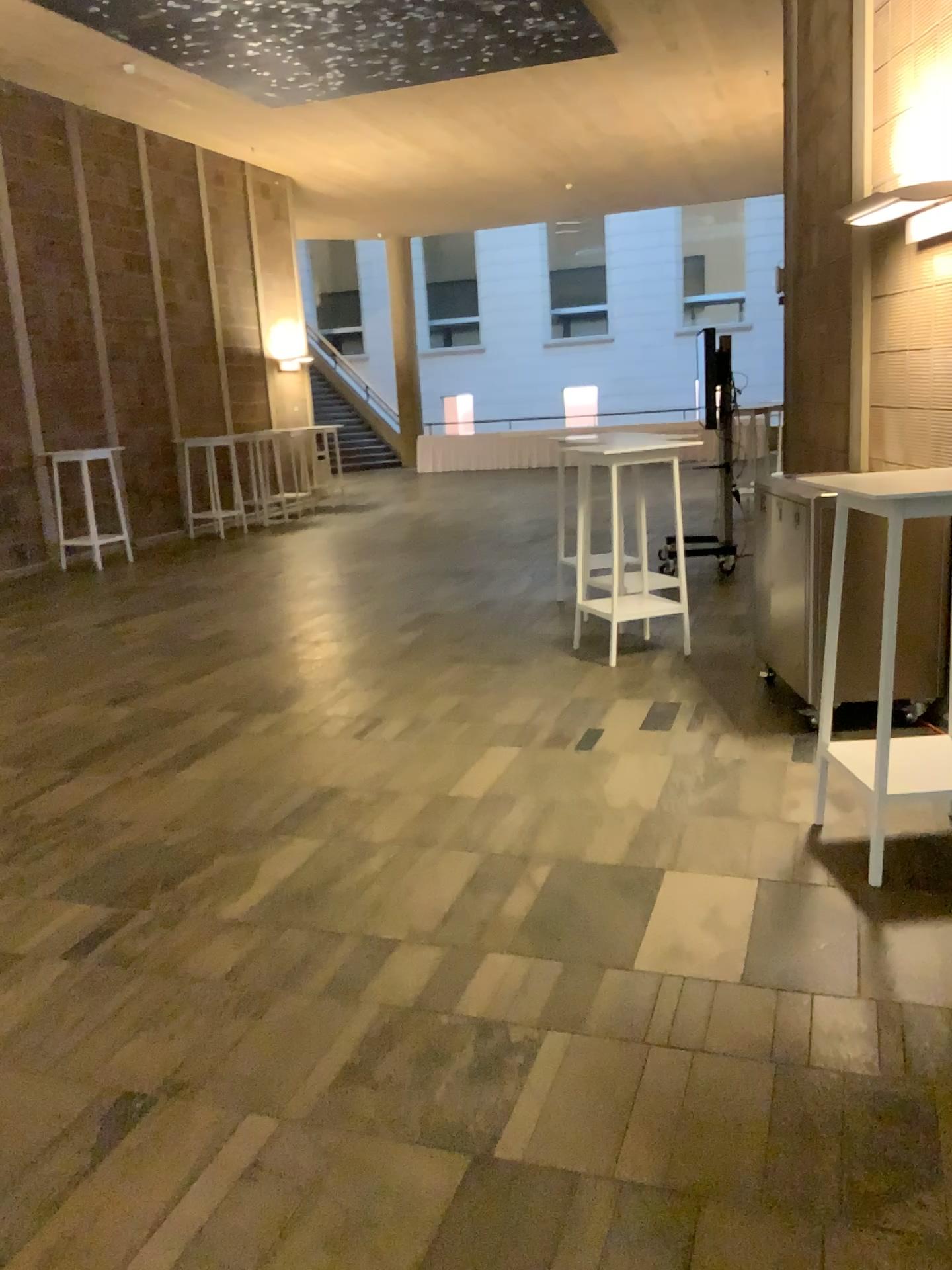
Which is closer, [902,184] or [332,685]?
[902,184]
